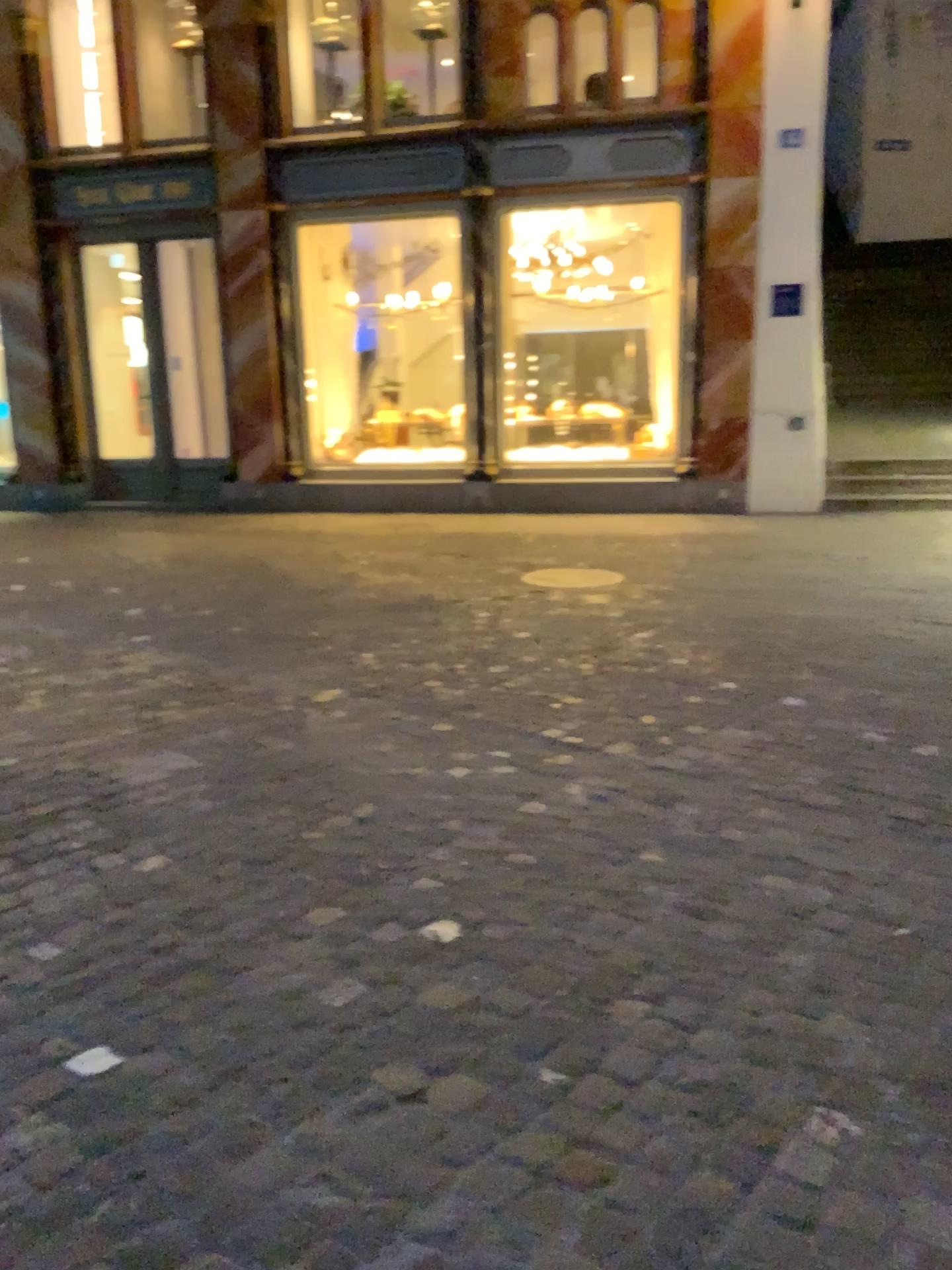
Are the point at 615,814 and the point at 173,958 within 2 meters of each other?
yes
